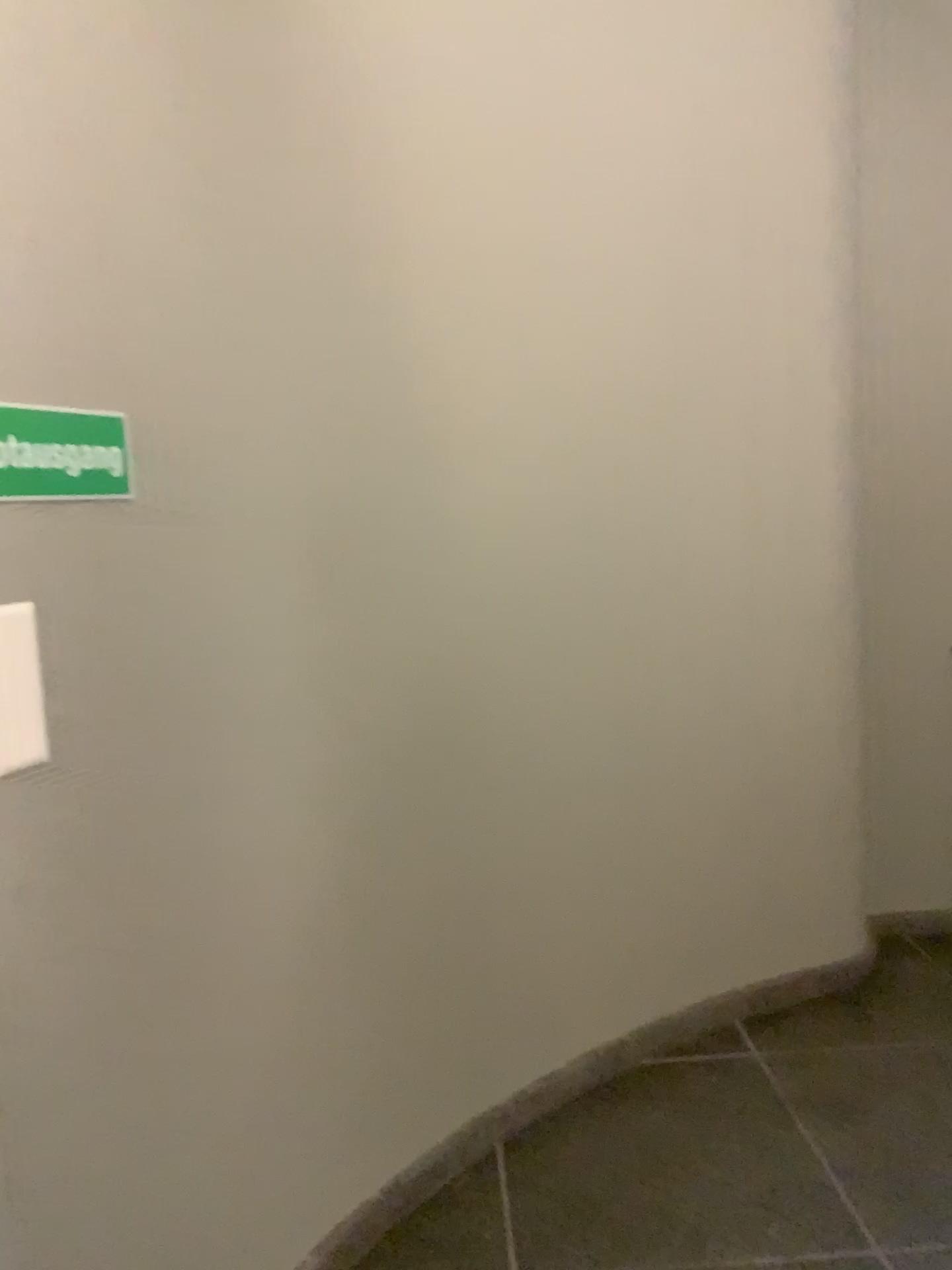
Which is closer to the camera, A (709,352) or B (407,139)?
B (407,139)

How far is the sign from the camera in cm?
131

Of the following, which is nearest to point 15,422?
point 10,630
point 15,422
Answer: point 15,422

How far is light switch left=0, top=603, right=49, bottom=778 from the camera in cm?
127

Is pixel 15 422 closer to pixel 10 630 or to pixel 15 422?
pixel 15 422

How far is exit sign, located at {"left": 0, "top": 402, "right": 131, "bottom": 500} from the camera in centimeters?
131cm

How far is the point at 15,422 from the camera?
1.3 meters
